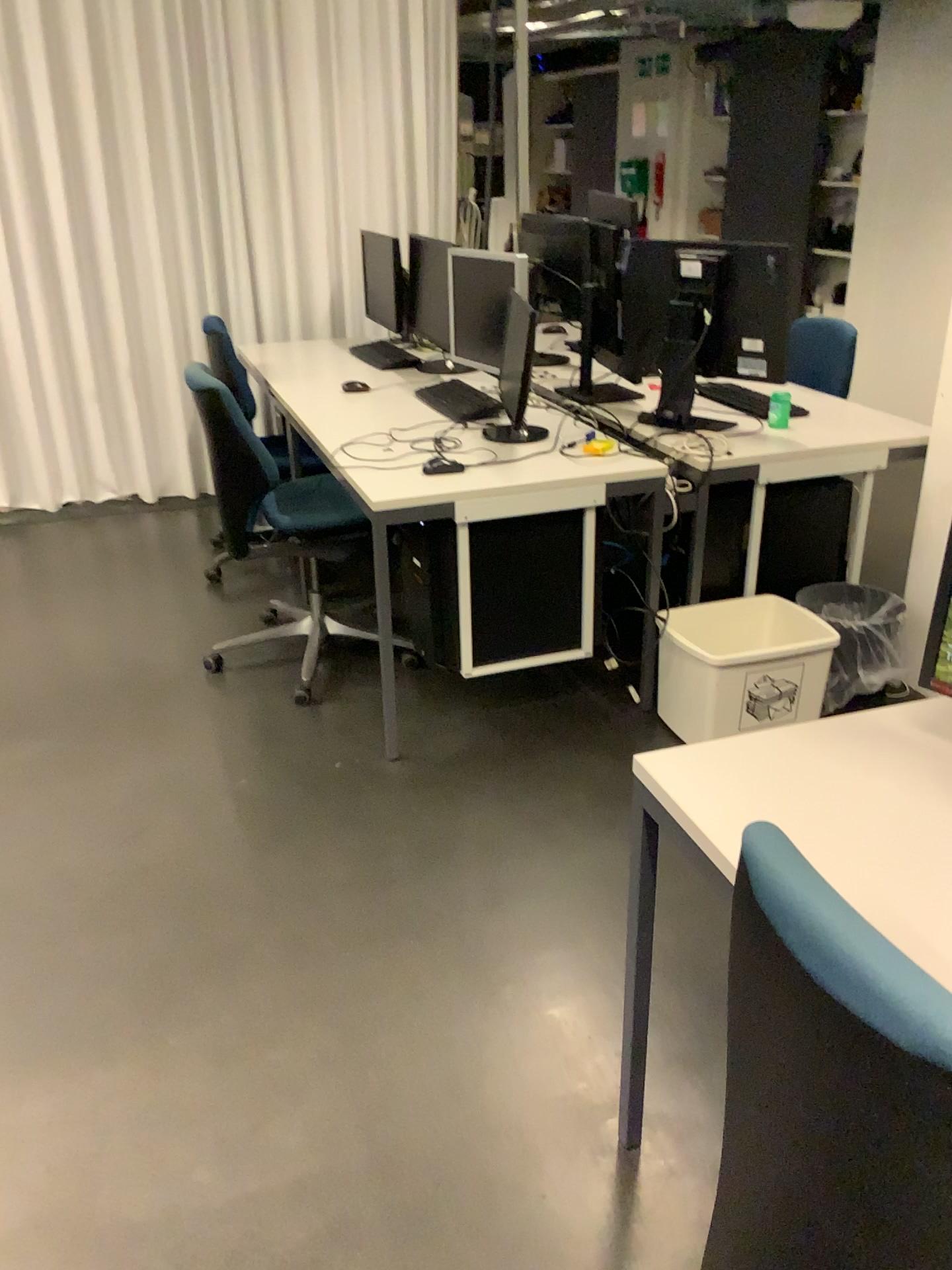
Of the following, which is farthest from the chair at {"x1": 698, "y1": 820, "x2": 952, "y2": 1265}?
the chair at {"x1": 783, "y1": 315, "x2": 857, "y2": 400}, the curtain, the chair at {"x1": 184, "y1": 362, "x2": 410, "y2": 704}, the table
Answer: the curtain

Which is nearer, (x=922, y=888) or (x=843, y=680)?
(x=922, y=888)

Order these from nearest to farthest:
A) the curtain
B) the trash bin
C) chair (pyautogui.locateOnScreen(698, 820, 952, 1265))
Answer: chair (pyautogui.locateOnScreen(698, 820, 952, 1265)) → the trash bin → the curtain

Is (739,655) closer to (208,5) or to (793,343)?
(793,343)

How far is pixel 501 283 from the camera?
3.4 meters

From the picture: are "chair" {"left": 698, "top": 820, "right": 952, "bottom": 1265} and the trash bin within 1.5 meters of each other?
no

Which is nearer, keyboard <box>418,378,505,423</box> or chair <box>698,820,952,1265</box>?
chair <box>698,820,952,1265</box>

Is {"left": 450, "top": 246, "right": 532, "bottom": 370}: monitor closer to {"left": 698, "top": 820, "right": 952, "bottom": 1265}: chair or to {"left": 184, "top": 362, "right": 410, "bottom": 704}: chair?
{"left": 184, "top": 362, "right": 410, "bottom": 704}: chair

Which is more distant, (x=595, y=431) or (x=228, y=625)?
(x=228, y=625)

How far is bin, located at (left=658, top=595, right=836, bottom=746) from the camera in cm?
269
